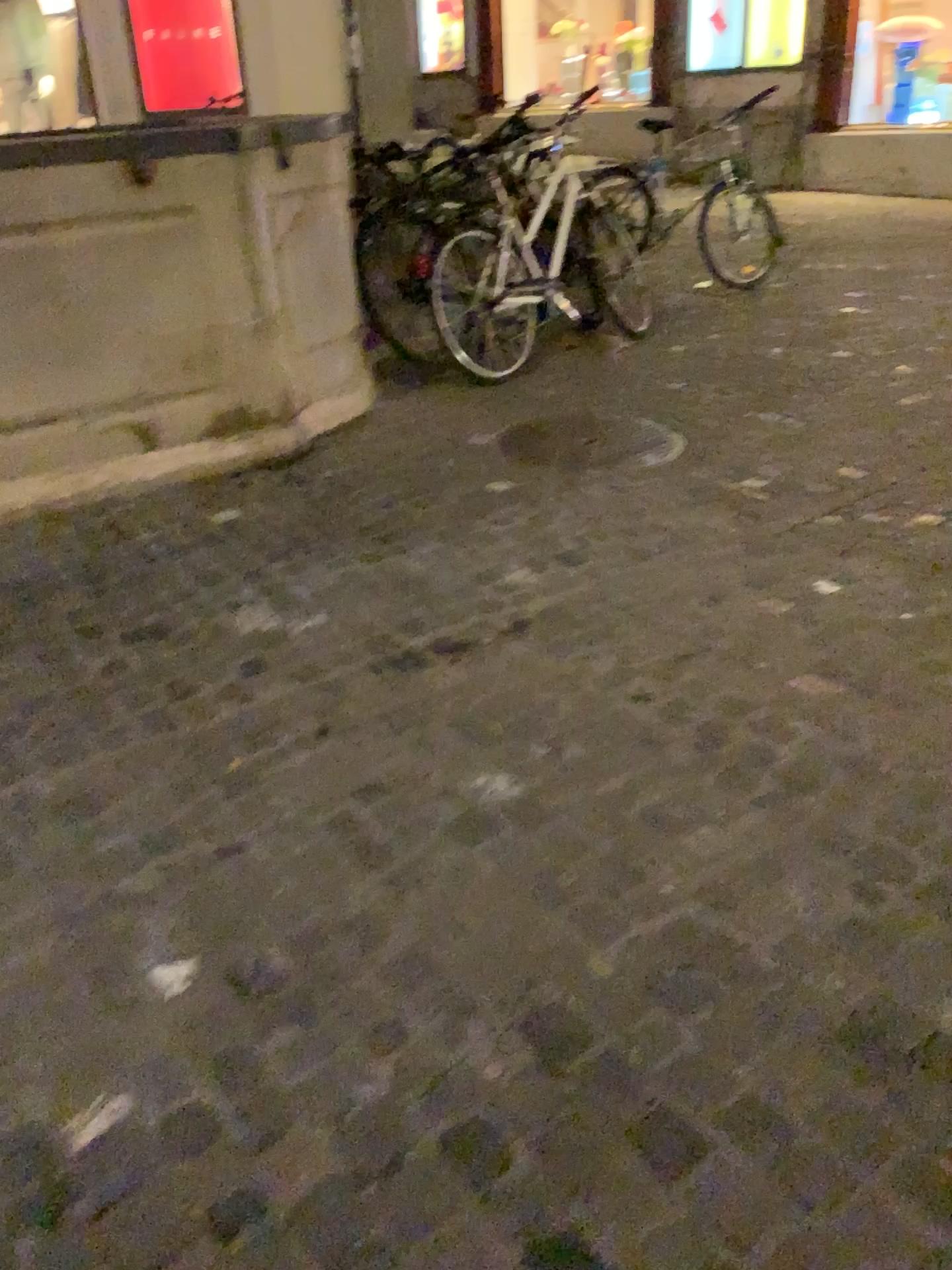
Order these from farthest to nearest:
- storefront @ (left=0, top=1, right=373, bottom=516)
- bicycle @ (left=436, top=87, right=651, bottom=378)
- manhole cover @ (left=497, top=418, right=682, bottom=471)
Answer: bicycle @ (left=436, top=87, right=651, bottom=378) < manhole cover @ (left=497, top=418, right=682, bottom=471) < storefront @ (left=0, top=1, right=373, bottom=516)

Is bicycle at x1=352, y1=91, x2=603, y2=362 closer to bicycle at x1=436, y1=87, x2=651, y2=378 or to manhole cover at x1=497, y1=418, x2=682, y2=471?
bicycle at x1=436, y1=87, x2=651, y2=378

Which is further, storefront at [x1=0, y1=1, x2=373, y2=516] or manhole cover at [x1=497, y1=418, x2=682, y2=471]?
manhole cover at [x1=497, y1=418, x2=682, y2=471]

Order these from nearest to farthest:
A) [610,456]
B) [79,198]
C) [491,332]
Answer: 1. [79,198]
2. [610,456]
3. [491,332]

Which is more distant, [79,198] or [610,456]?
[610,456]

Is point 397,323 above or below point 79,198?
below

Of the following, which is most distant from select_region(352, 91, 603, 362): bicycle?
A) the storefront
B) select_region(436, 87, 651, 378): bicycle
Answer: the storefront

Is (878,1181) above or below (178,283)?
below

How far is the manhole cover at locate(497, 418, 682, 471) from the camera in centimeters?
392cm
